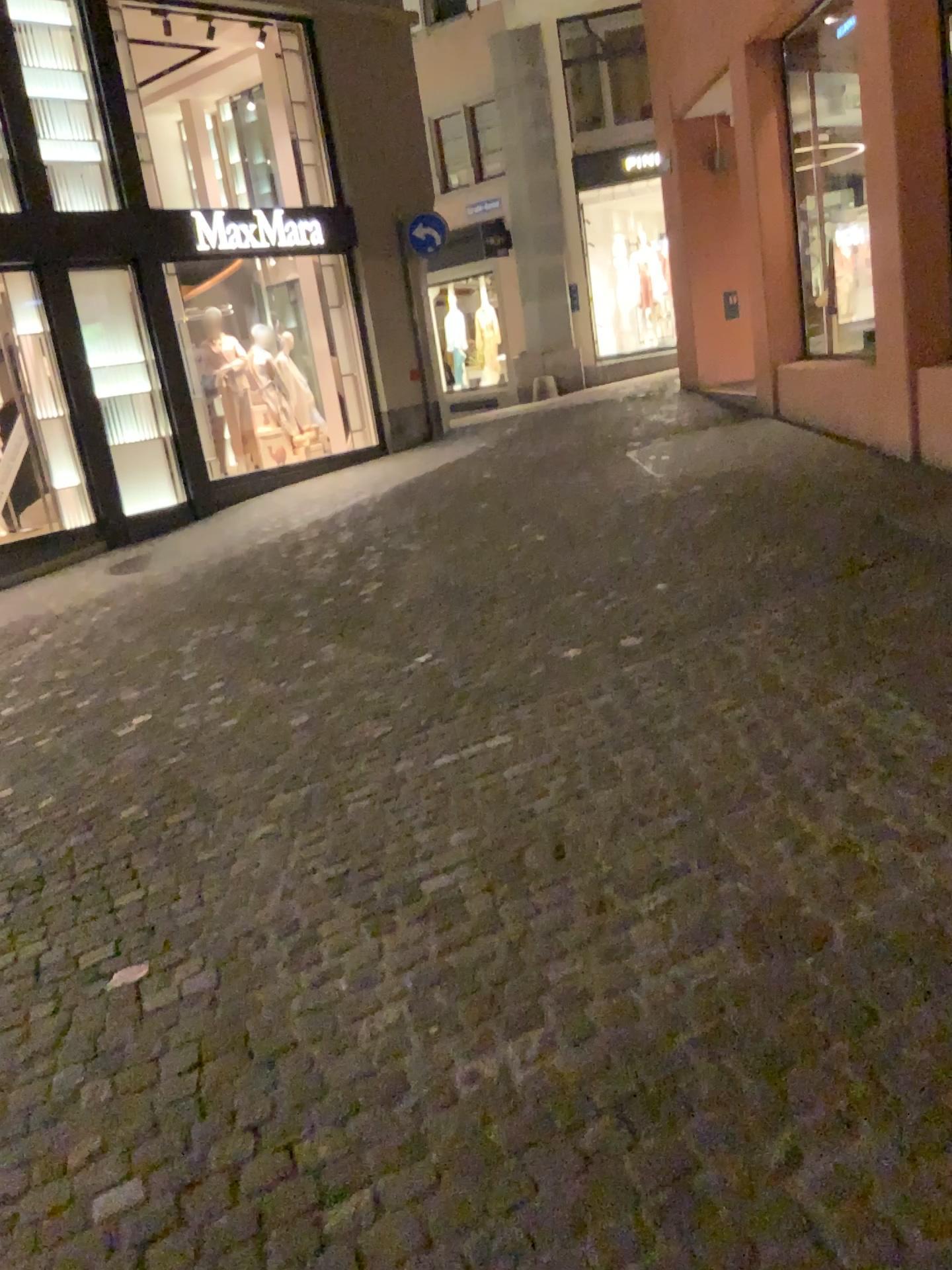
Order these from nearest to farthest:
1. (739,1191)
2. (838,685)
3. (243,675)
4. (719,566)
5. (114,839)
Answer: (739,1191) < (838,685) < (114,839) < (719,566) < (243,675)
